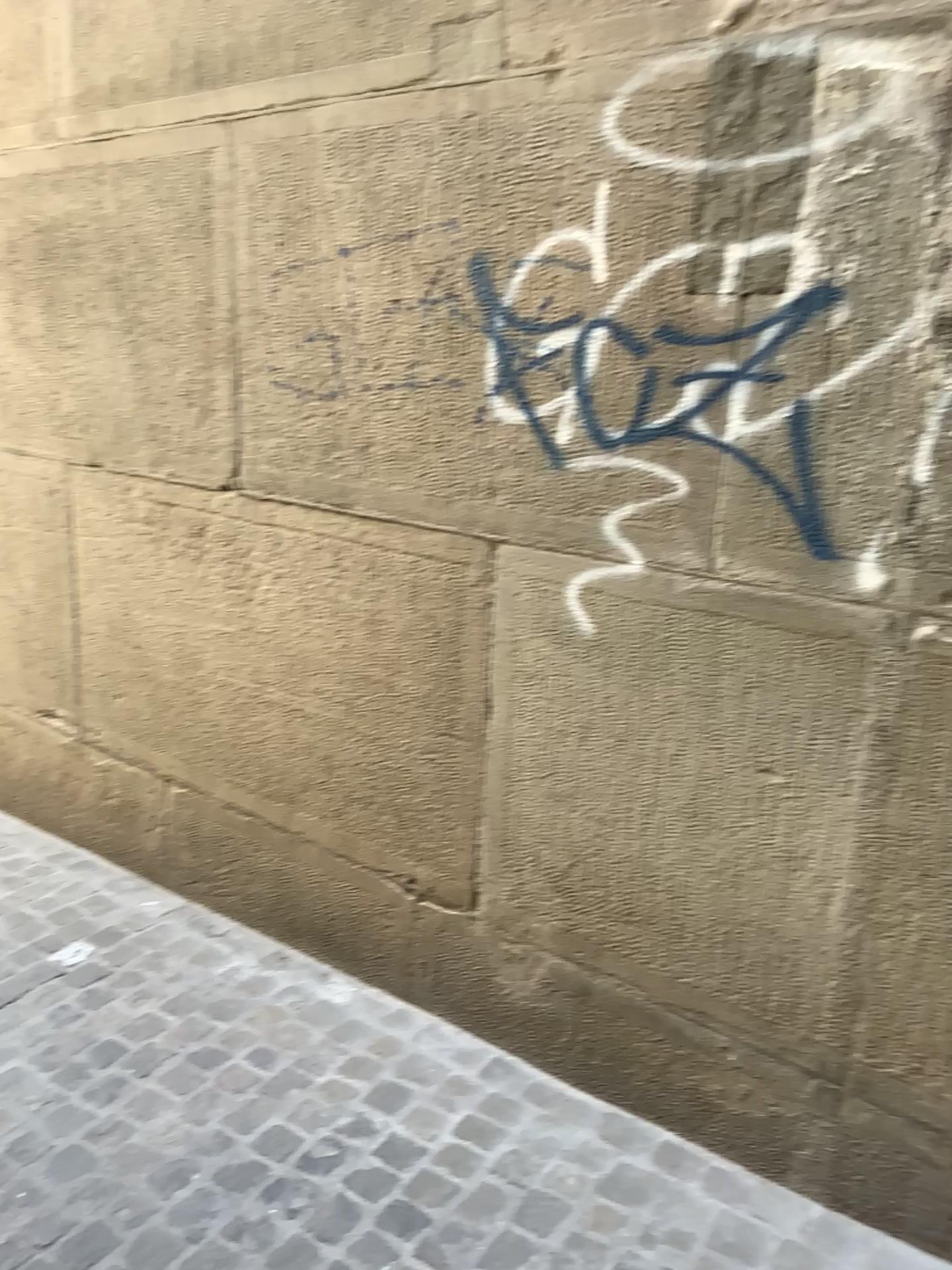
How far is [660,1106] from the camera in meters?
2.2
